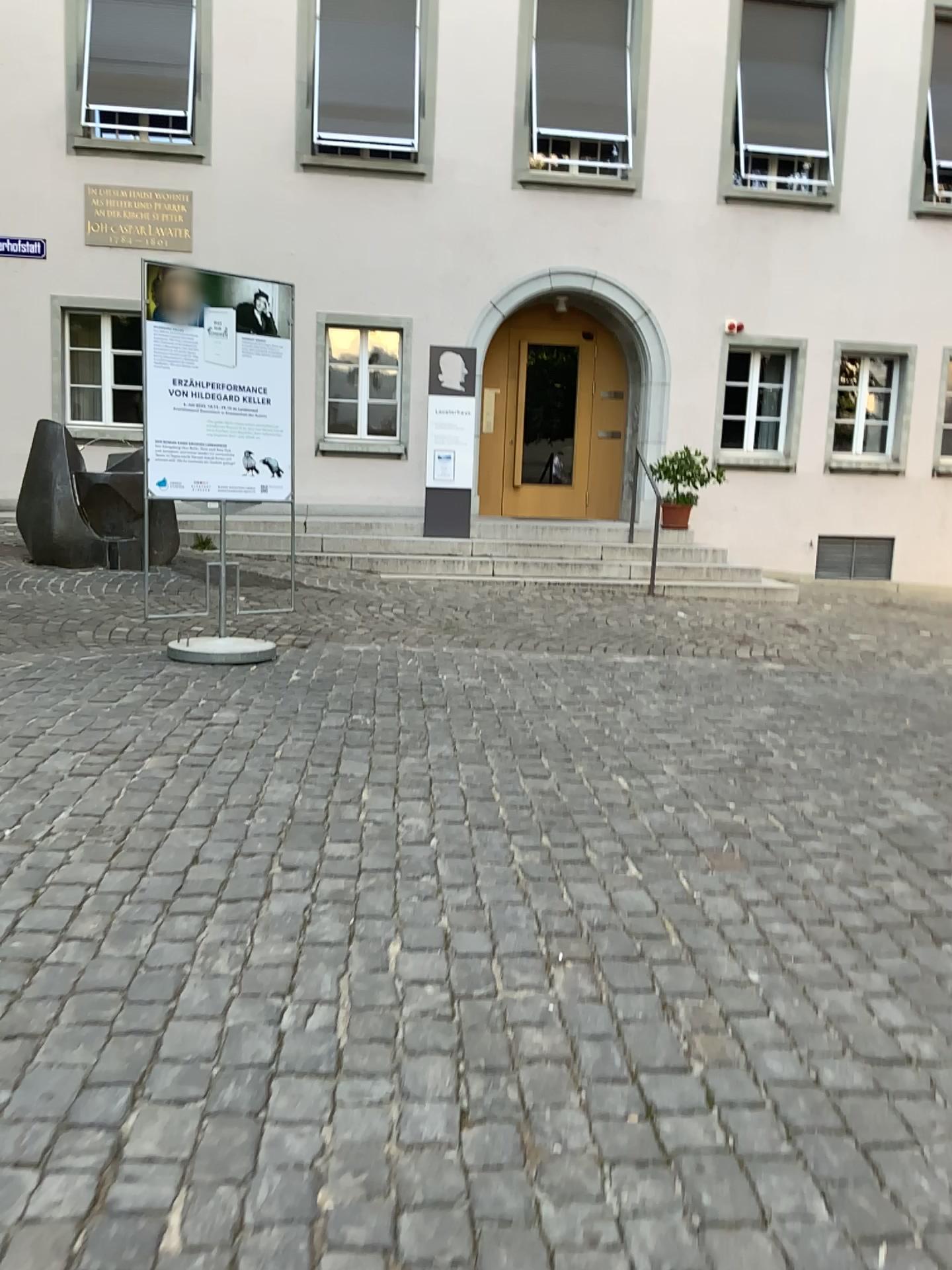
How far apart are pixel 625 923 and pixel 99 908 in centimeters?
141cm
